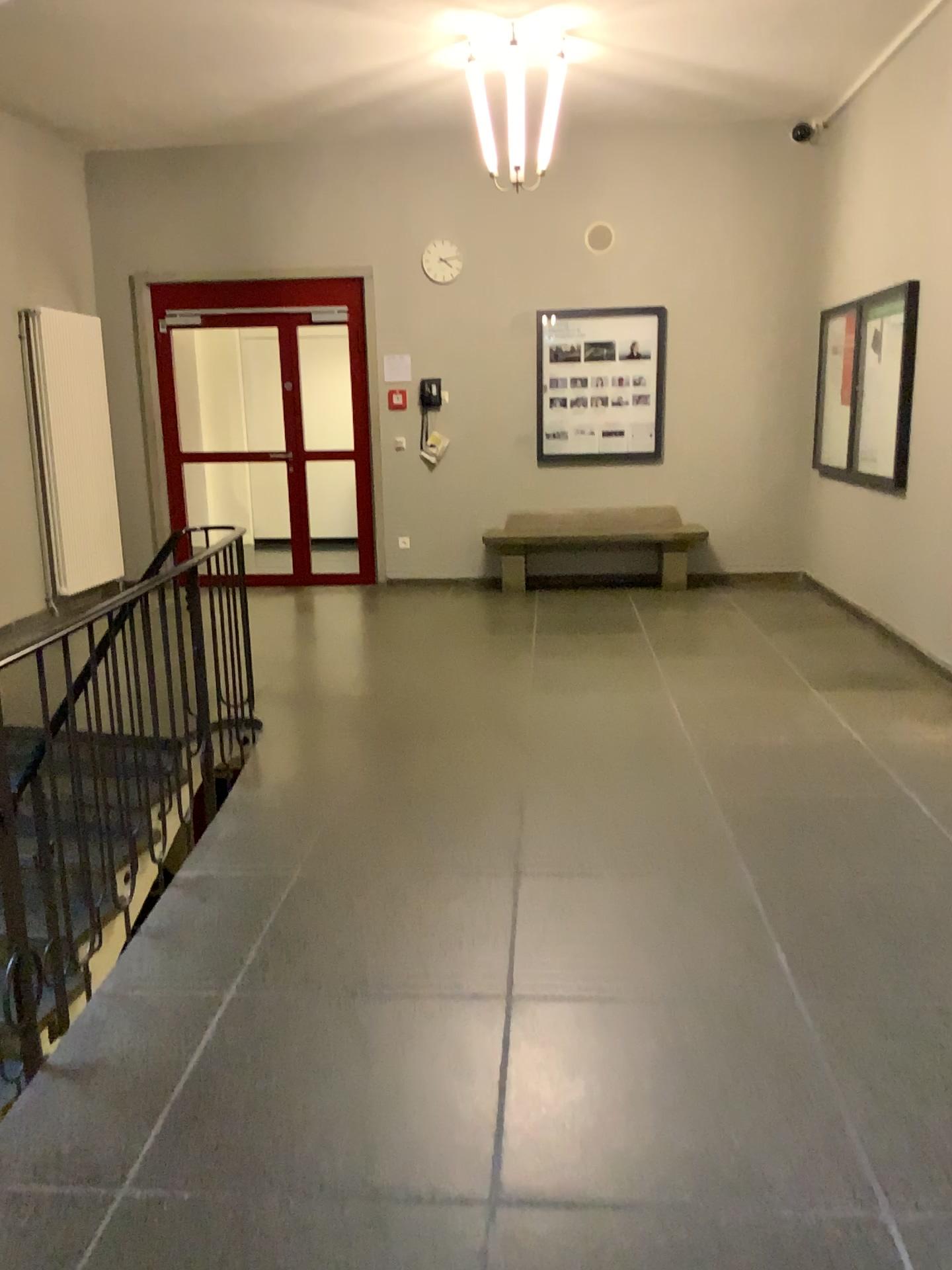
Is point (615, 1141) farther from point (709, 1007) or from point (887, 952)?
point (887, 952)
